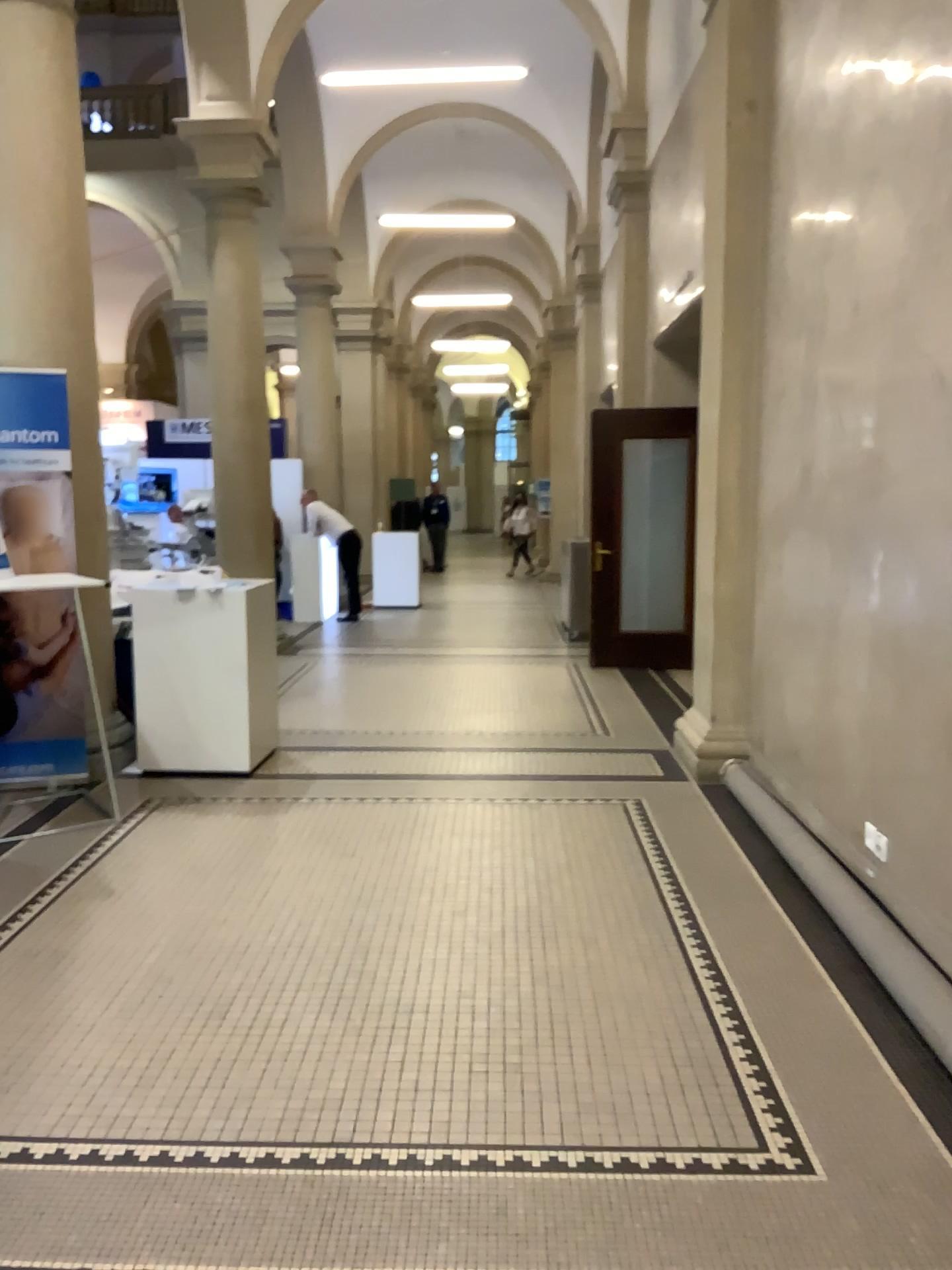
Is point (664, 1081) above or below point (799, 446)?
below
